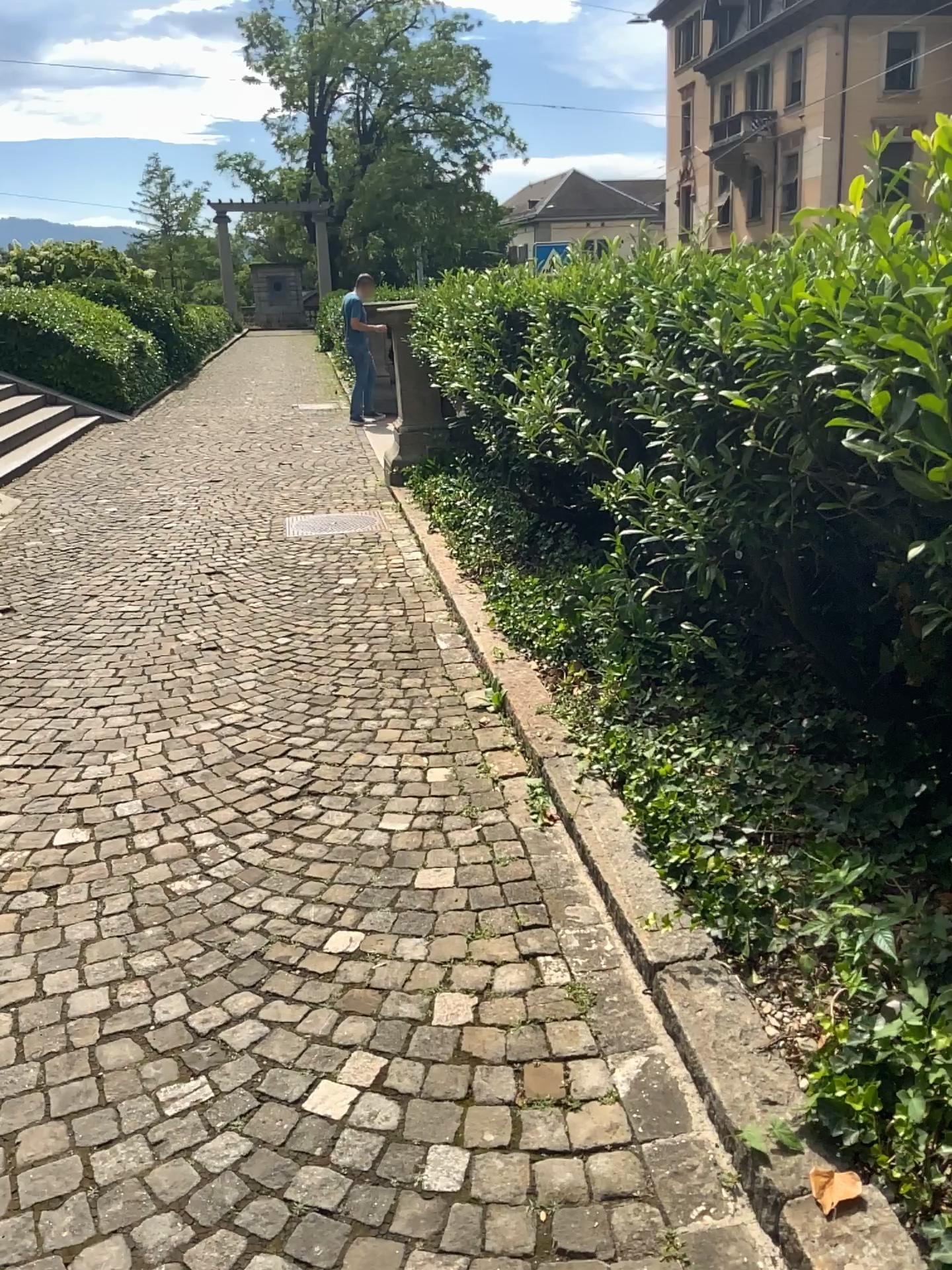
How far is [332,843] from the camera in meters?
3.0
